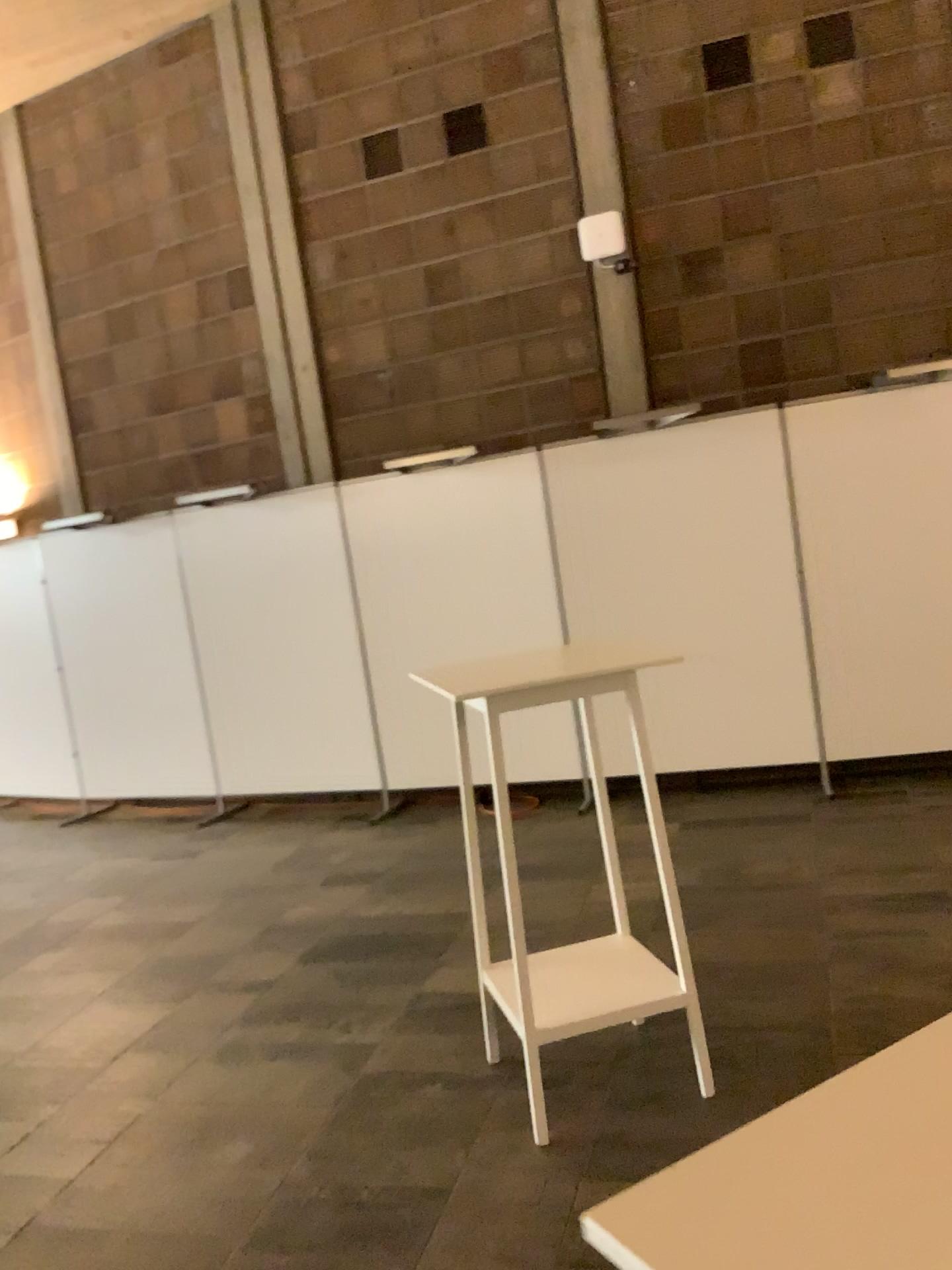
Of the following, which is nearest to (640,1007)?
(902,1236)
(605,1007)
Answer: (605,1007)

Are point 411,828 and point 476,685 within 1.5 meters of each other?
no

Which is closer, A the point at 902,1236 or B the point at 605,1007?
A the point at 902,1236

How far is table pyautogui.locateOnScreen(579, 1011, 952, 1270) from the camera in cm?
54

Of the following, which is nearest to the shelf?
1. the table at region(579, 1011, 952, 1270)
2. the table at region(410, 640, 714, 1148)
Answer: the table at region(410, 640, 714, 1148)

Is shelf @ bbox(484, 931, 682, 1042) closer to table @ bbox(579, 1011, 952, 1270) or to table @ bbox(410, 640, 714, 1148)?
table @ bbox(410, 640, 714, 1148)

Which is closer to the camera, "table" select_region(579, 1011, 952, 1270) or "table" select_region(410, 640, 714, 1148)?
"table" select_region(579, 1011, 952, 1270)

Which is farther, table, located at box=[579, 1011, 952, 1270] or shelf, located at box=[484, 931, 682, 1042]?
shelf, located at box=[484, 931, 682, 1042]

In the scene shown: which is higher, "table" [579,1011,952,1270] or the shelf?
"table" [579,1011,952,1270]

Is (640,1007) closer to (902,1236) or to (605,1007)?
(605,1007)
